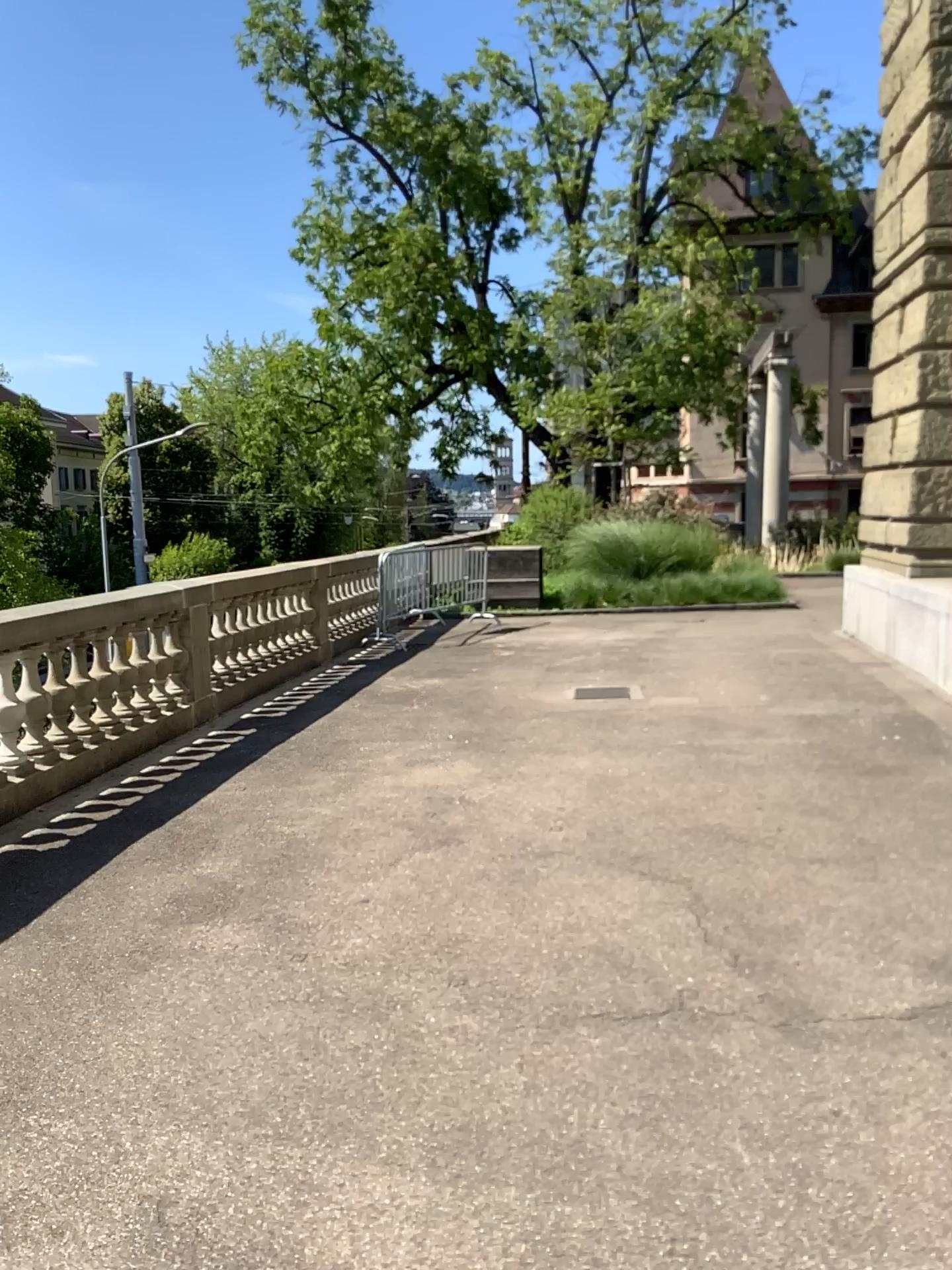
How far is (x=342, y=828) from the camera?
5.07m
